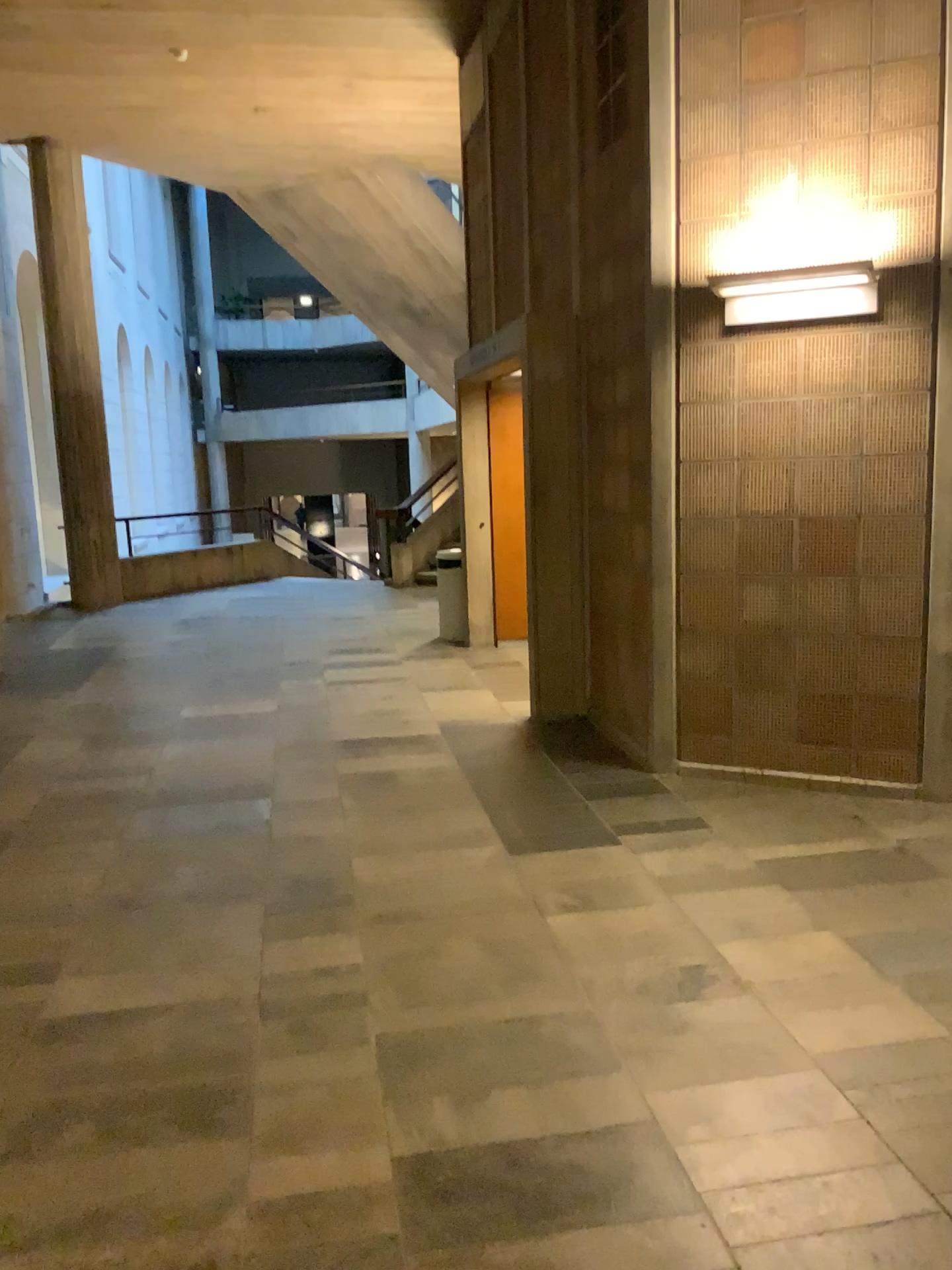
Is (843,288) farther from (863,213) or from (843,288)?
(863,213)

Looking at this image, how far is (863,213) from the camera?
4.22m

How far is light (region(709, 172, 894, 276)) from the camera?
4.2m

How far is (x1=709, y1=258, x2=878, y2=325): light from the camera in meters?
4.2

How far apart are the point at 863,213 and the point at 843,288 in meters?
0.3 m

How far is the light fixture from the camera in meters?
4.2 m

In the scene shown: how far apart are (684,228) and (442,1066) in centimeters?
352cm
